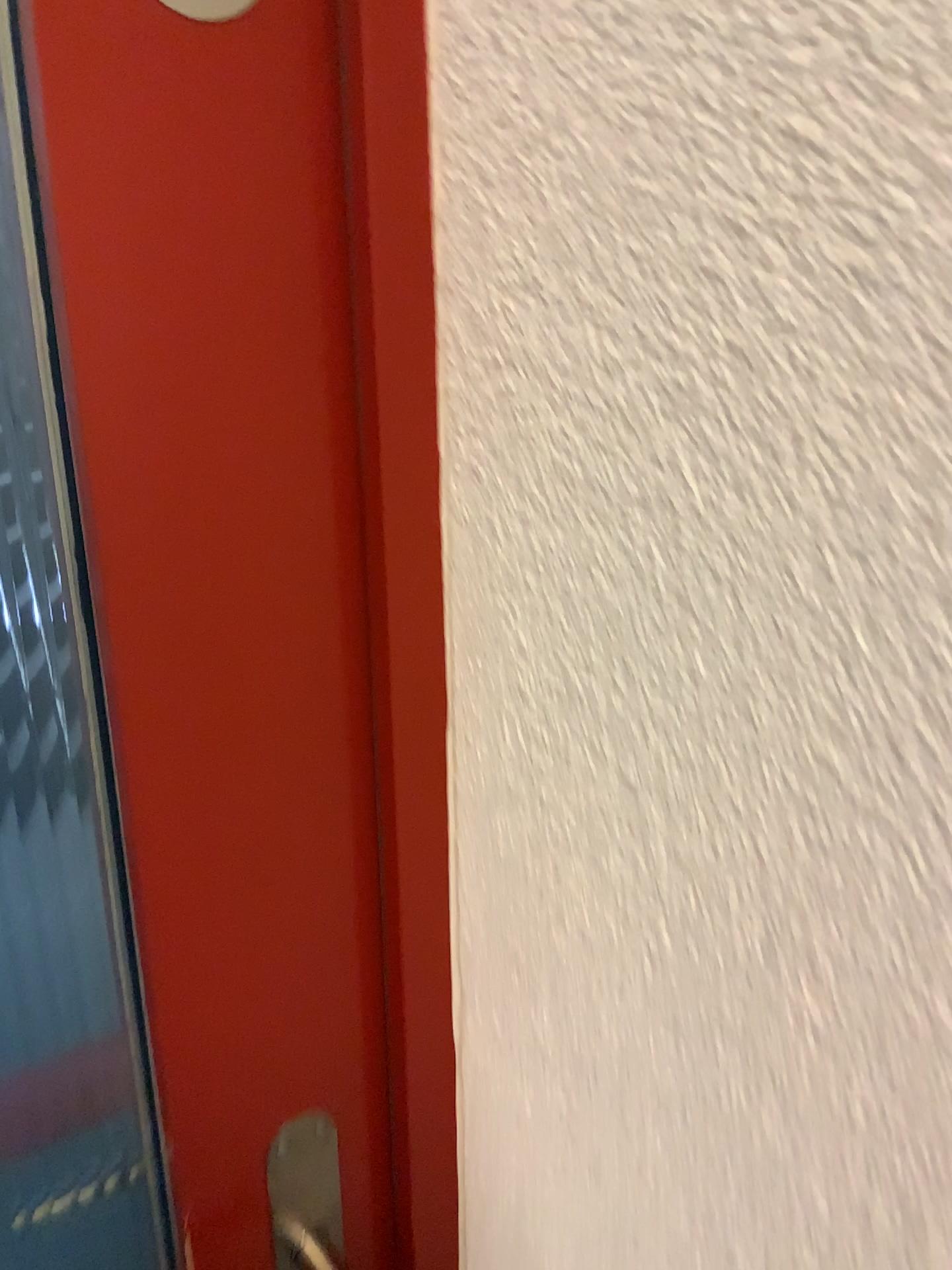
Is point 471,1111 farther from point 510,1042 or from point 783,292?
point 783,292

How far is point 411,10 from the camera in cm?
41

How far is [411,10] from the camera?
0.4 meters

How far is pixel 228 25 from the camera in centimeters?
38cm

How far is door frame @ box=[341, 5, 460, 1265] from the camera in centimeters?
41cm

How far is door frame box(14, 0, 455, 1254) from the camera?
0.41m

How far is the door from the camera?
0.38m
